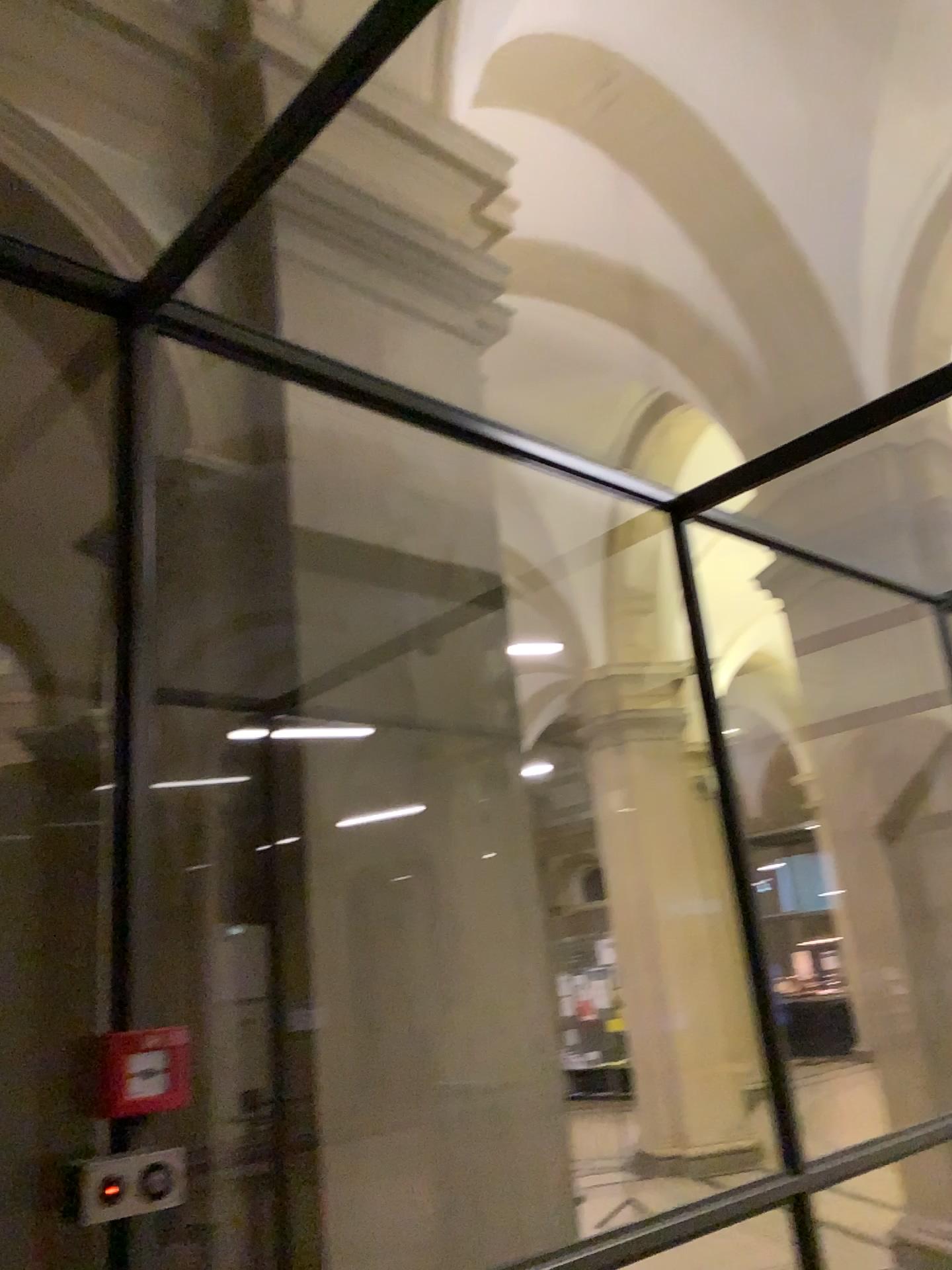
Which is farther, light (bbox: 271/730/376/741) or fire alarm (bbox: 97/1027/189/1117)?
light (bbox: 271/730/376/741)

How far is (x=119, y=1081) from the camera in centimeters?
178cm

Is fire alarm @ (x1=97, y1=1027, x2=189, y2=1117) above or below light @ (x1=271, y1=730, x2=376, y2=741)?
below

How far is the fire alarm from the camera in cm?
178

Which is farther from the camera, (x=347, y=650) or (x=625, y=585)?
(x=625, y=585)

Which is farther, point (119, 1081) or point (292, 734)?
point (292, 734)

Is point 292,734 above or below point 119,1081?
above
